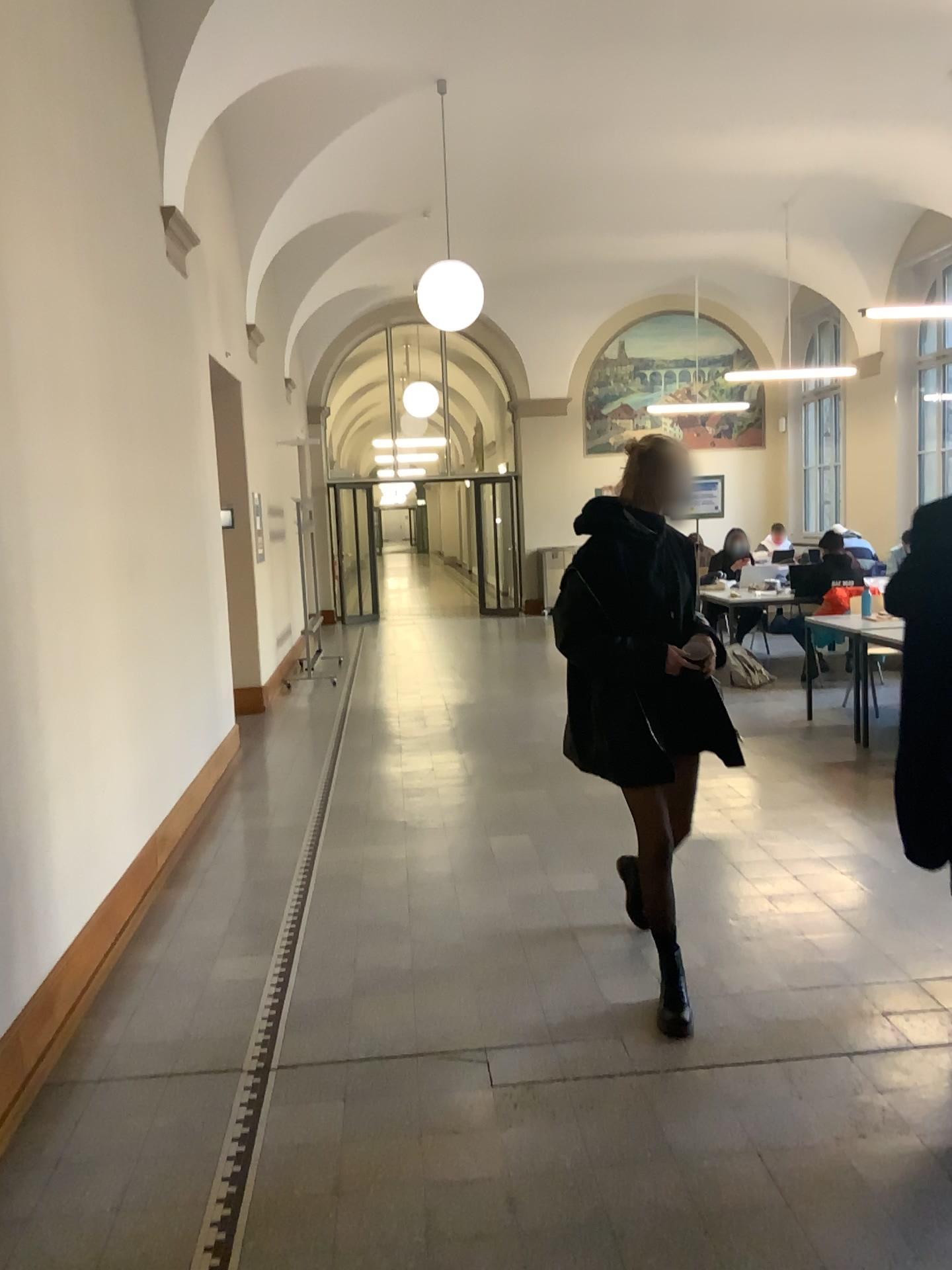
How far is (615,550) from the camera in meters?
3.3

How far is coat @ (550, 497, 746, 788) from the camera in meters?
3.3

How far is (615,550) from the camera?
3.26m

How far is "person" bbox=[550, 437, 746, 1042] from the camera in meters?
3.3

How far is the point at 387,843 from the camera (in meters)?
4.89
